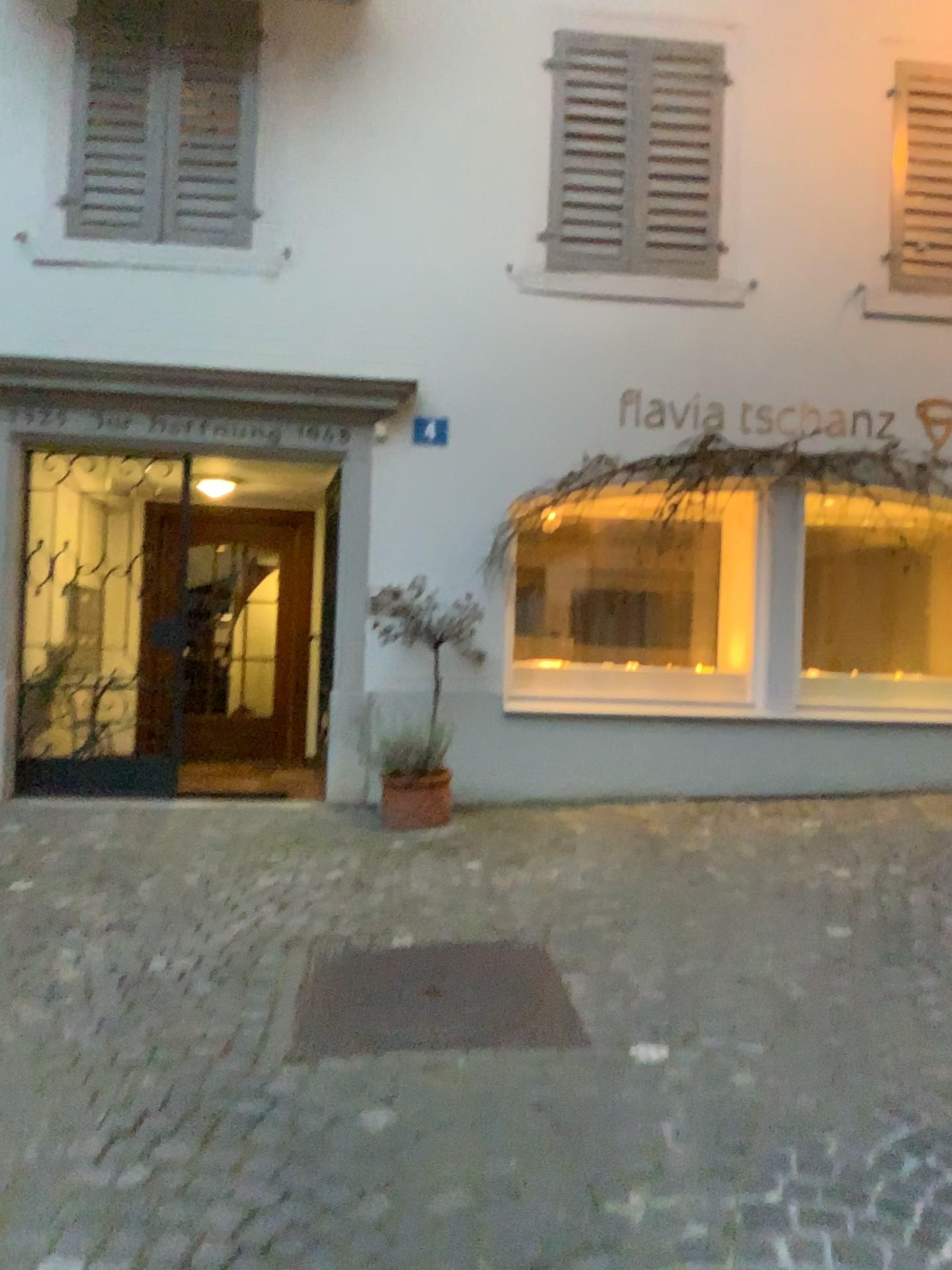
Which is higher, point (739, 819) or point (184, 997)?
point (739, 819)
